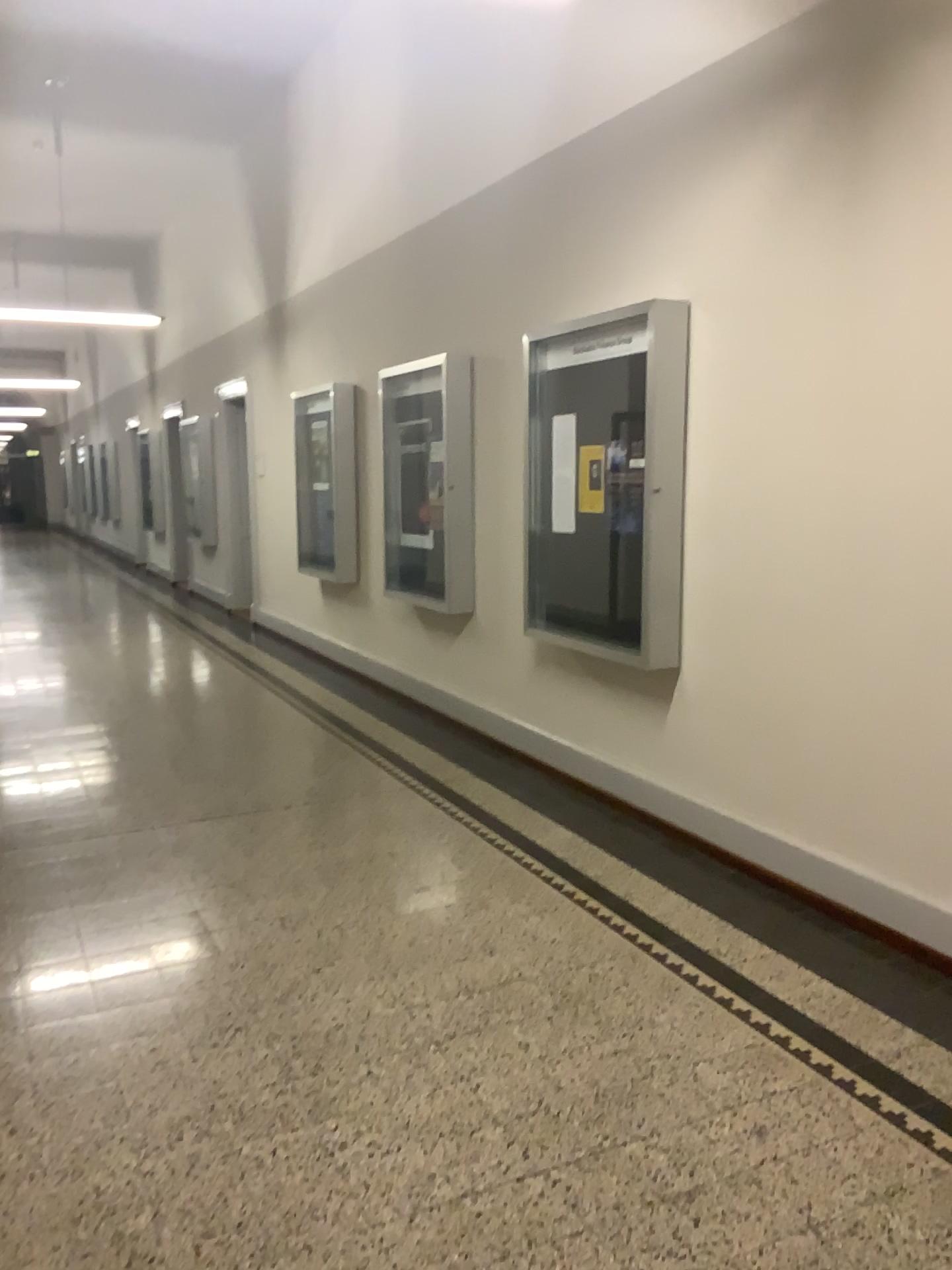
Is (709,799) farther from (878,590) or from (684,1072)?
(684,1072)
